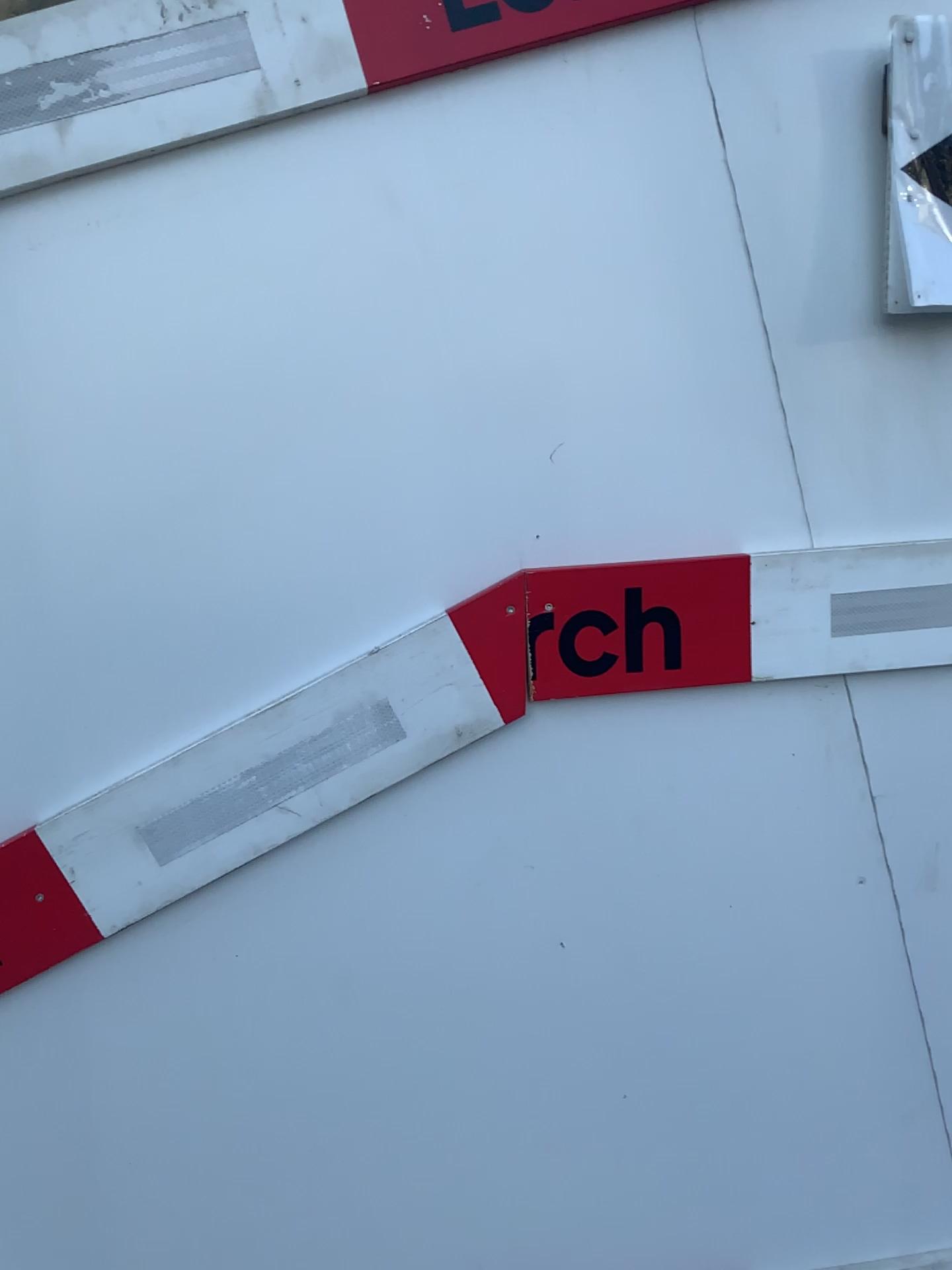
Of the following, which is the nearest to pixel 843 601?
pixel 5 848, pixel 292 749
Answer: pixel 292 749

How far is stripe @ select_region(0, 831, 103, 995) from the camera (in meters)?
1.13

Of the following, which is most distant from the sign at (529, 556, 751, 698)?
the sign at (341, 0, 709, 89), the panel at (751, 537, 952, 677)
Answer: the sign at (341, 0, 709, 89)

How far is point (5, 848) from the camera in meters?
1.1 m

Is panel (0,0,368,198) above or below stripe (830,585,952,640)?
above

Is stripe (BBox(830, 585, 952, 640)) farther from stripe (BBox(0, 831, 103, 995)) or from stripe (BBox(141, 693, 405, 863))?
stripe (BBox(0, 831, 103, 995))

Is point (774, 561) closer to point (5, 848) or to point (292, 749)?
point (292, 749)

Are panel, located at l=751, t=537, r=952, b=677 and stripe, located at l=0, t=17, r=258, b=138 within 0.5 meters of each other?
no

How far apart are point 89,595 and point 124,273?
0.3m

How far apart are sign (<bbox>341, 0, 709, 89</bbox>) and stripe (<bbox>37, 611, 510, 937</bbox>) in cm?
56
